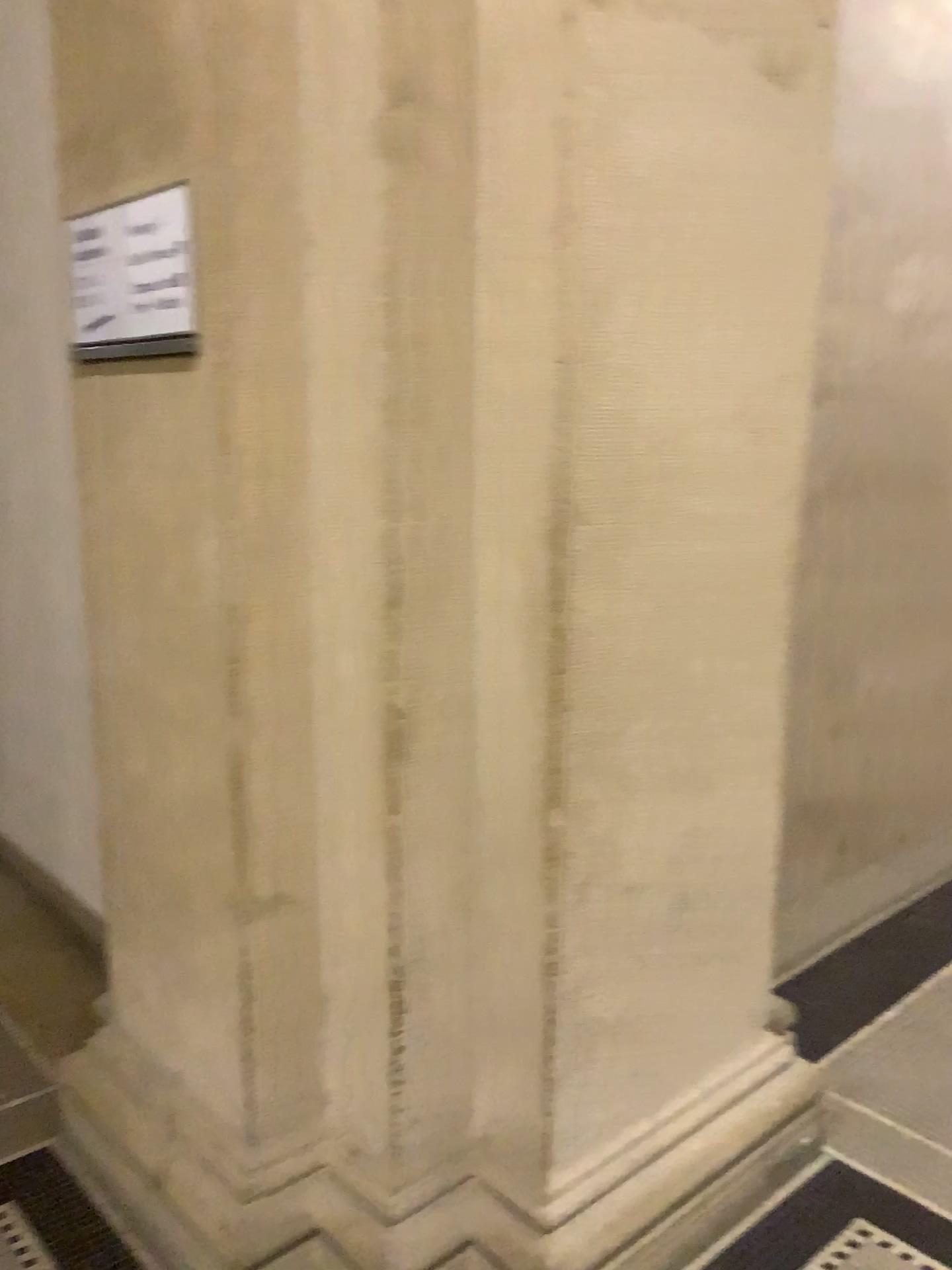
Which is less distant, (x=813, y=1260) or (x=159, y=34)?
(x=159, y=34)

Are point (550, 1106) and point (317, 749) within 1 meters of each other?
yes

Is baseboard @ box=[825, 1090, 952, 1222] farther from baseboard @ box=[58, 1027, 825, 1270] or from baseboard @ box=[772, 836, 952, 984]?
baseboard @ box=[772, 836, 952, 984]

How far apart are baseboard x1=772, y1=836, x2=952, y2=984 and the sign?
2.3 meters

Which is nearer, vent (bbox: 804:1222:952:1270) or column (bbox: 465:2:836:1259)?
column (bbox: 465:2:836:1259)

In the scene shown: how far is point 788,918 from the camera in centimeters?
307cm

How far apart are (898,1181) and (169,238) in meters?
2.2 m

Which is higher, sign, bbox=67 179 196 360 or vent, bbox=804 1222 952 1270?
sign, bbox=67 179 196 360

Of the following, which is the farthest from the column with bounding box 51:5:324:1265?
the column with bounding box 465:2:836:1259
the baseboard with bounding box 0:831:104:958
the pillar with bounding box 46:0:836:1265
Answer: the baseboard with bounding box 0:831:104:958

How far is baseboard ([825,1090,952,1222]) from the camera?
2.1m
